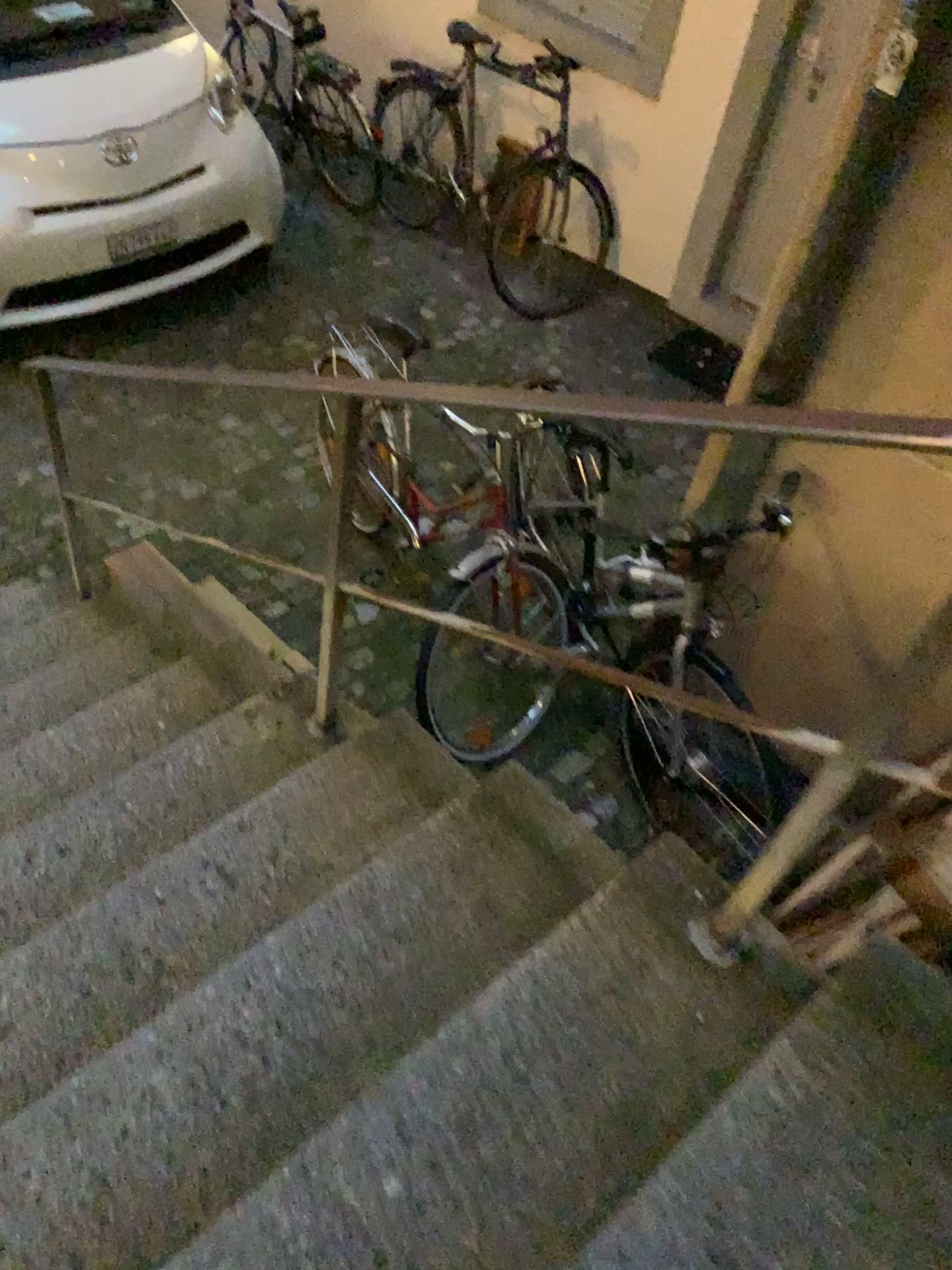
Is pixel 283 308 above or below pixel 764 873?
below

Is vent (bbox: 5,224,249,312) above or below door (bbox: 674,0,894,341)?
below

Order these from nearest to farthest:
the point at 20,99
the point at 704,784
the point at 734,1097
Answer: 1. the point at 734,1097
2. the point at 704,784
3. the point at 20,99

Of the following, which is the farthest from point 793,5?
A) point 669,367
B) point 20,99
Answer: point 20,99

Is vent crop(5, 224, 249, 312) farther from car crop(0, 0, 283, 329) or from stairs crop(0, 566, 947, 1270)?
stairs crop(0, 566, 947, 1270)

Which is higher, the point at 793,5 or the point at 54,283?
the point at 793,5

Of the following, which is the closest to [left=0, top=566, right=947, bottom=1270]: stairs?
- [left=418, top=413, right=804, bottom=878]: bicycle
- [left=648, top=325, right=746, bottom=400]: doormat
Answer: [left=418, top=413, right=804, bottom=878]: bicycle

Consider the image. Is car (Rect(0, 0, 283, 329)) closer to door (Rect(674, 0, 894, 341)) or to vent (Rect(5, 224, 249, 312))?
vent (Rect(5, 224, 249, 312))

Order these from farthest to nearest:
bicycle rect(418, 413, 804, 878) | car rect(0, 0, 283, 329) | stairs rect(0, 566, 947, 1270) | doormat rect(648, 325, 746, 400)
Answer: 1. doormat rect(648, 325, 746, 400)
2. car rect(0, 0, 283, 329)
3. bicycle rect(418, 413, 804, 878)
4. stairs rect(0, 566, 947, 1270)

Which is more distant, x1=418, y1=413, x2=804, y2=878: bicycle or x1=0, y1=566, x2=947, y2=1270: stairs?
x1=418, y1=413, x2=804, y2=878: bicycle
